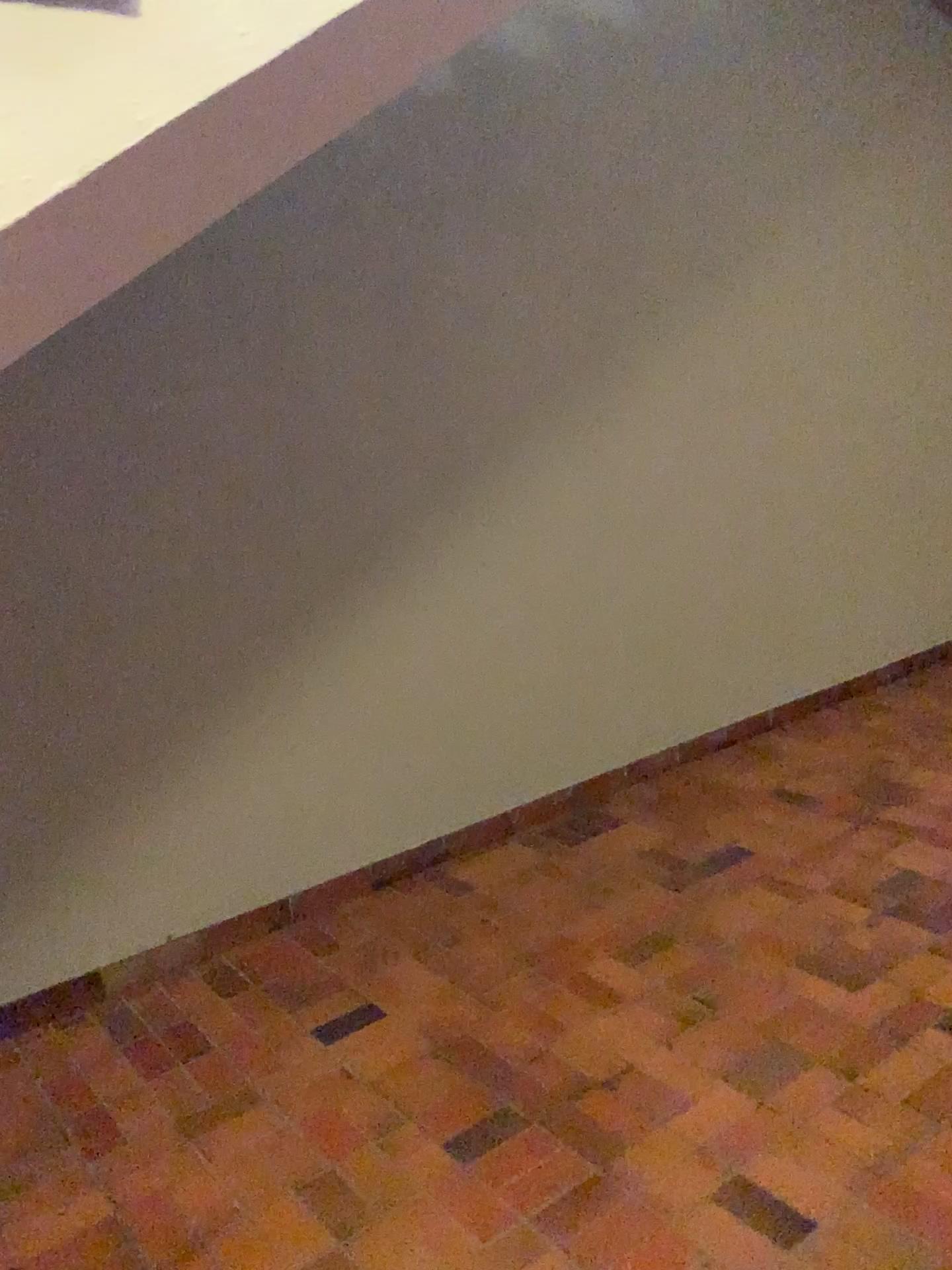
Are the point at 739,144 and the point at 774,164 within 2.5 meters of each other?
yes
